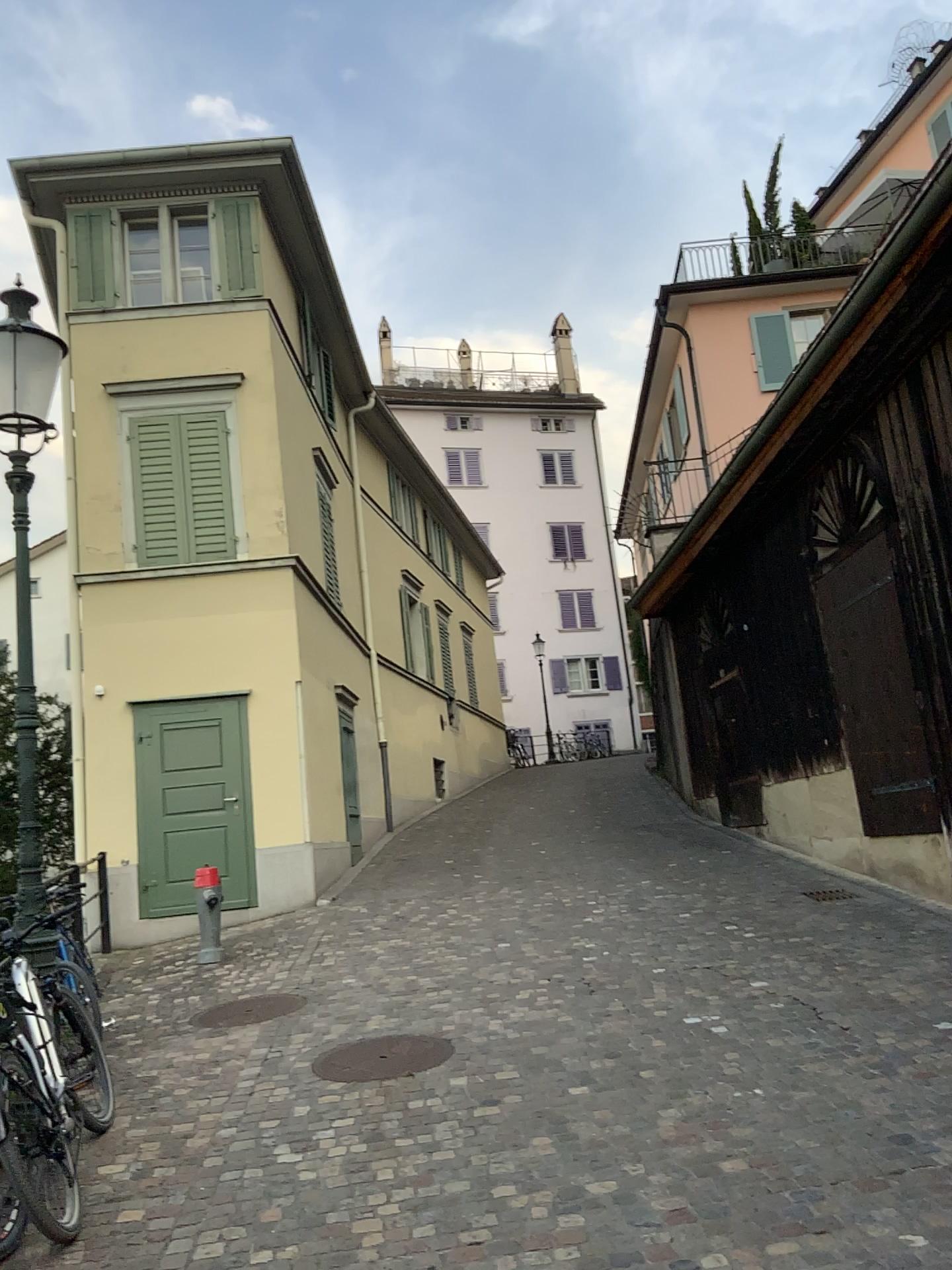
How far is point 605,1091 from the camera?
4.6 meters
